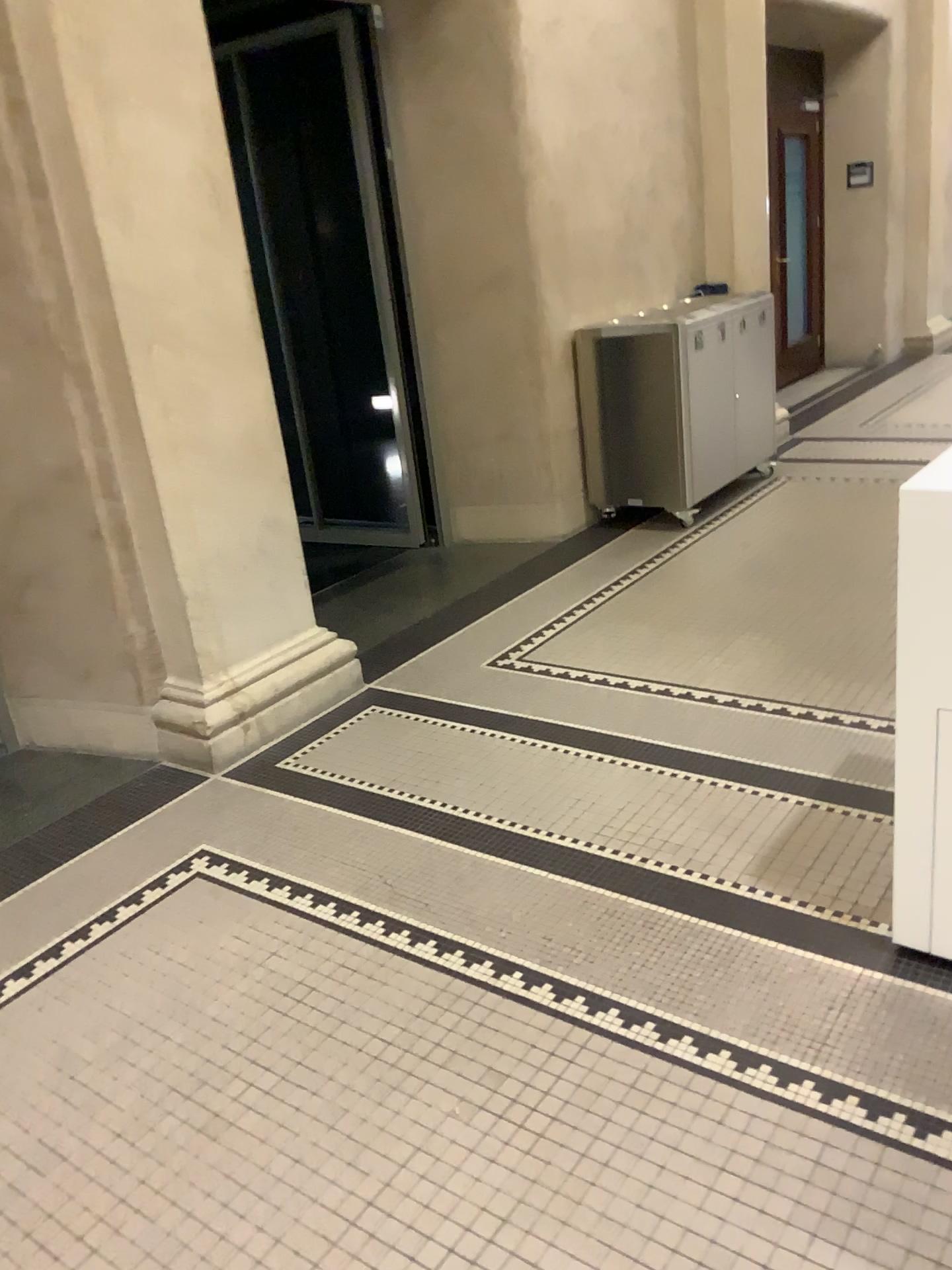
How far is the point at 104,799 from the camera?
3.3 meters
